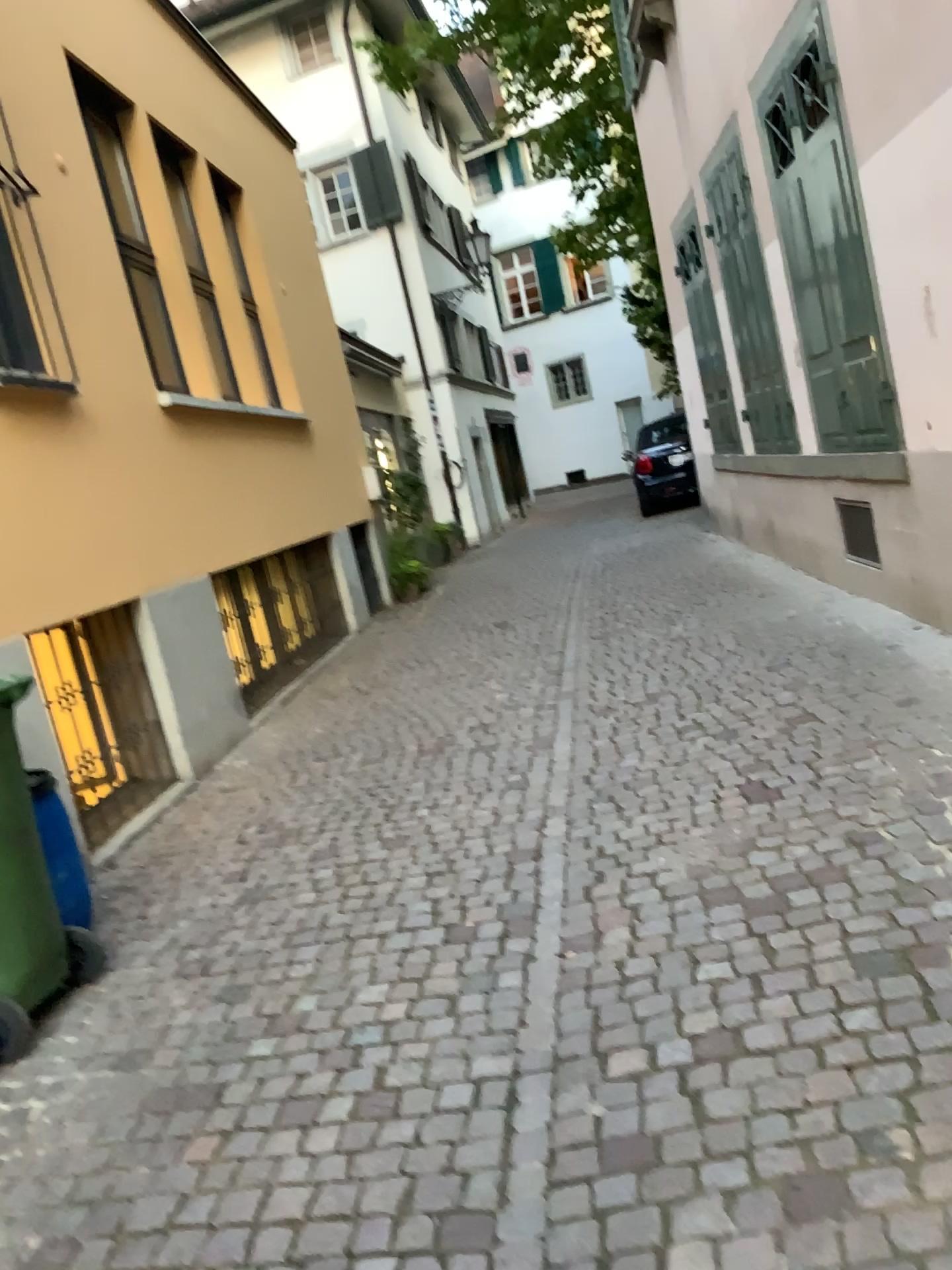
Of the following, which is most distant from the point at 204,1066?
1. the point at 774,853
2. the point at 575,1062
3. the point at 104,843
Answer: the point at 104,843

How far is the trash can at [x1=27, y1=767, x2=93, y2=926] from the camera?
3.4m

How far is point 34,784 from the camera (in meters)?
3.35
